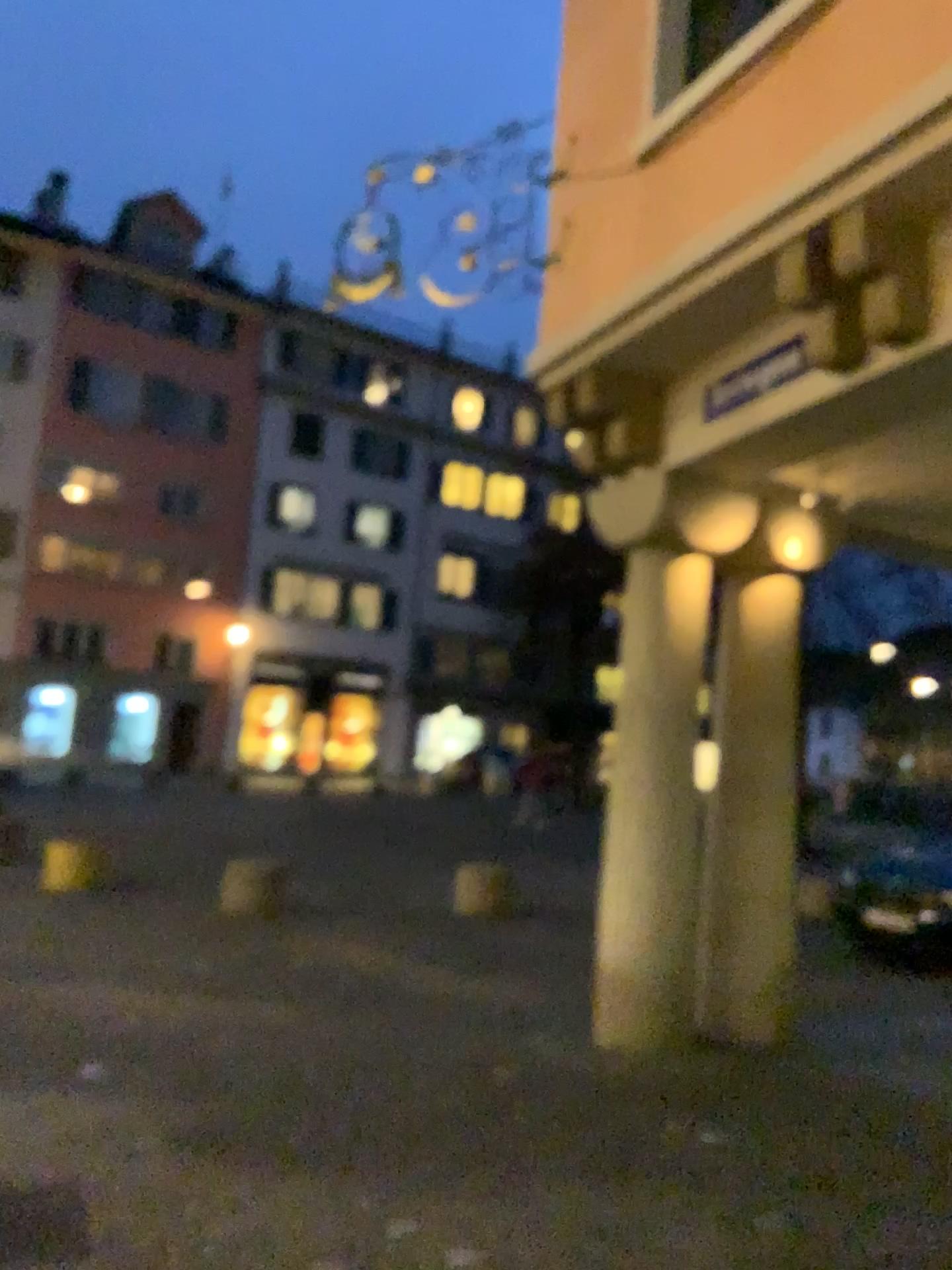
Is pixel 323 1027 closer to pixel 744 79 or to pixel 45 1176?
pixel 45 1176
